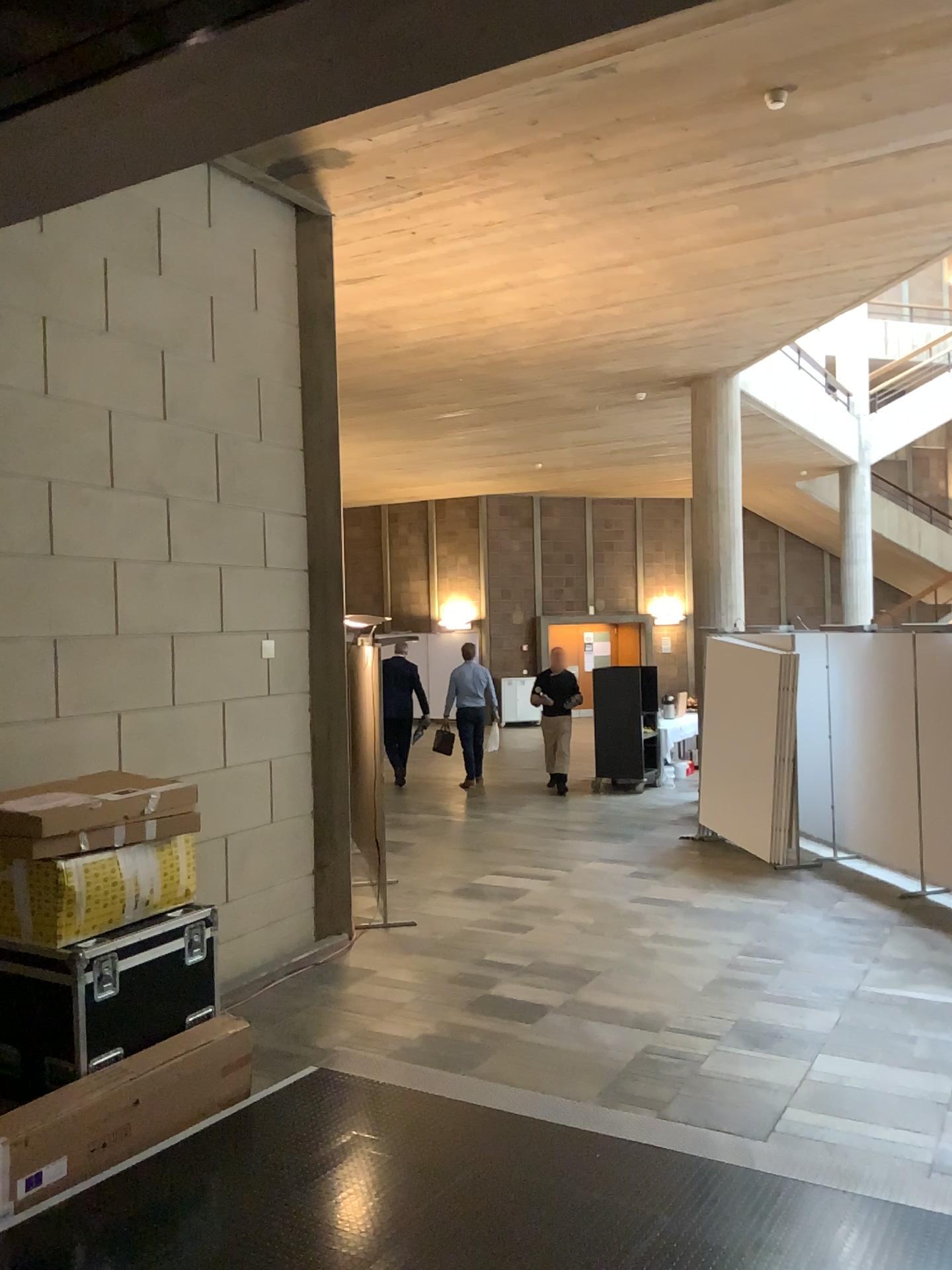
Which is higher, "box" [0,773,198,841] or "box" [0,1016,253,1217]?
"box" [0,773,198,841]

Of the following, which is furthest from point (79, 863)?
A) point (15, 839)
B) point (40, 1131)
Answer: point (40, 1131)

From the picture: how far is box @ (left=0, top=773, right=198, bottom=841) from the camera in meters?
4.3 m

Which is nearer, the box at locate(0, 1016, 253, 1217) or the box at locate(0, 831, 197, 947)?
the box at locate(0, 1016, 253, 1217)

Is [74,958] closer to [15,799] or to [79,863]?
[79,863]

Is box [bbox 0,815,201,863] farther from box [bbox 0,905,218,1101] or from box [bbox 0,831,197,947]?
box [bbox 0,905,218,1101]

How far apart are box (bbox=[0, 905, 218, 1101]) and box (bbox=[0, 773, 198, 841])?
0.47m

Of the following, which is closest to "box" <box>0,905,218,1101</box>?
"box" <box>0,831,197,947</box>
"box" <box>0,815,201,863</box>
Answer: "box" <box>0,831,197,947</box>

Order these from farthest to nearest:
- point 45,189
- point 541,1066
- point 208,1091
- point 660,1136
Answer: point 541,1066, point 208,1091, point 660,1136, point 45,189

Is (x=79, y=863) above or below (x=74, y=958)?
above
